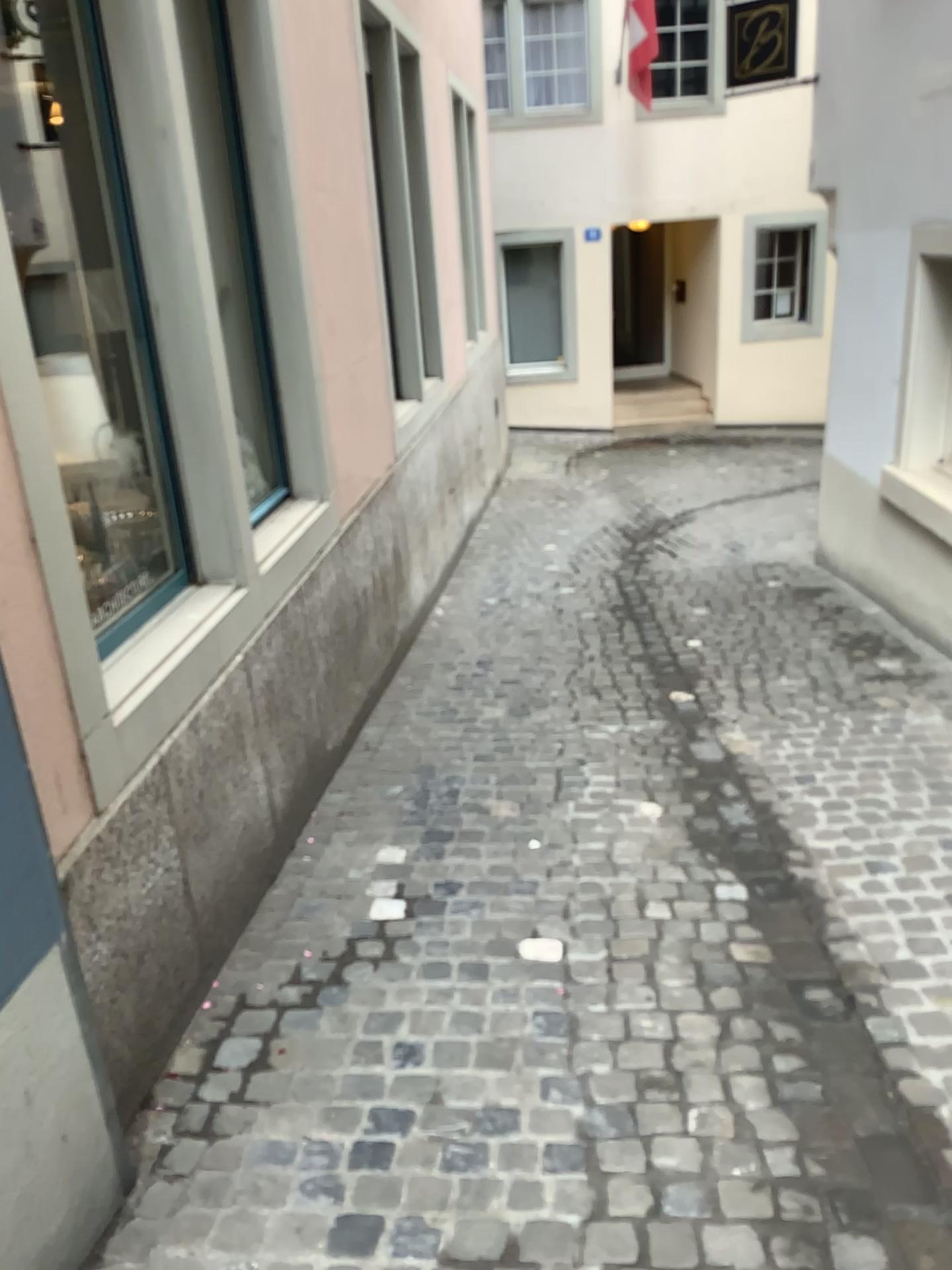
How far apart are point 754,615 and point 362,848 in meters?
2.9 m
